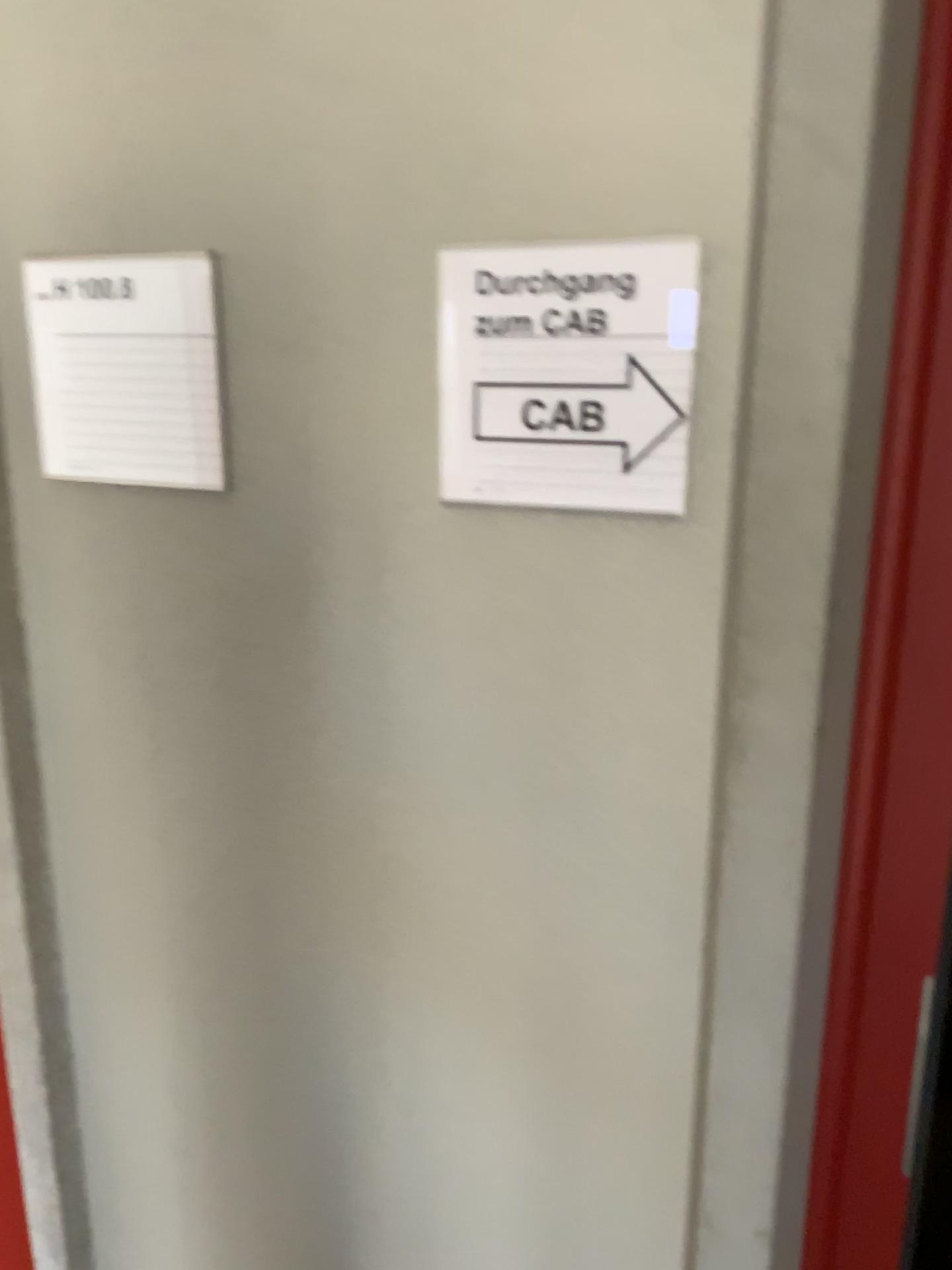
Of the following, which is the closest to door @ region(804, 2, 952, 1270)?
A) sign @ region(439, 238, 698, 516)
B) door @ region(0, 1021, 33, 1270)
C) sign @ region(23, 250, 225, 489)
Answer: sign @ region(439, 238, 698, 516)

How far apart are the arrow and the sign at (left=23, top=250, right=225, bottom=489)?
0.27m

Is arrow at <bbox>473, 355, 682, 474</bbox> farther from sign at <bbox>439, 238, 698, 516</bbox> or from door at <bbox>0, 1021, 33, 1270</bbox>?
door at <bbox>0, 1021, 33, 1270</bbox>

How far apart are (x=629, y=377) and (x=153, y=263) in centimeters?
46cm

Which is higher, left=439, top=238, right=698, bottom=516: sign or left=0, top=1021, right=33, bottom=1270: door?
left=439, top=238, right=698, bottom=516: sign

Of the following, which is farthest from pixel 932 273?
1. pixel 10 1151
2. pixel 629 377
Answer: pixel 10 1151

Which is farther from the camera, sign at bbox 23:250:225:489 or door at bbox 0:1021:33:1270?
door at bbox 0:1021:33:1270

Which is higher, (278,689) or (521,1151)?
(278,689)

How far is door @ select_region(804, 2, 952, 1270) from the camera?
0.8m

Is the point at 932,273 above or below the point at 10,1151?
above
